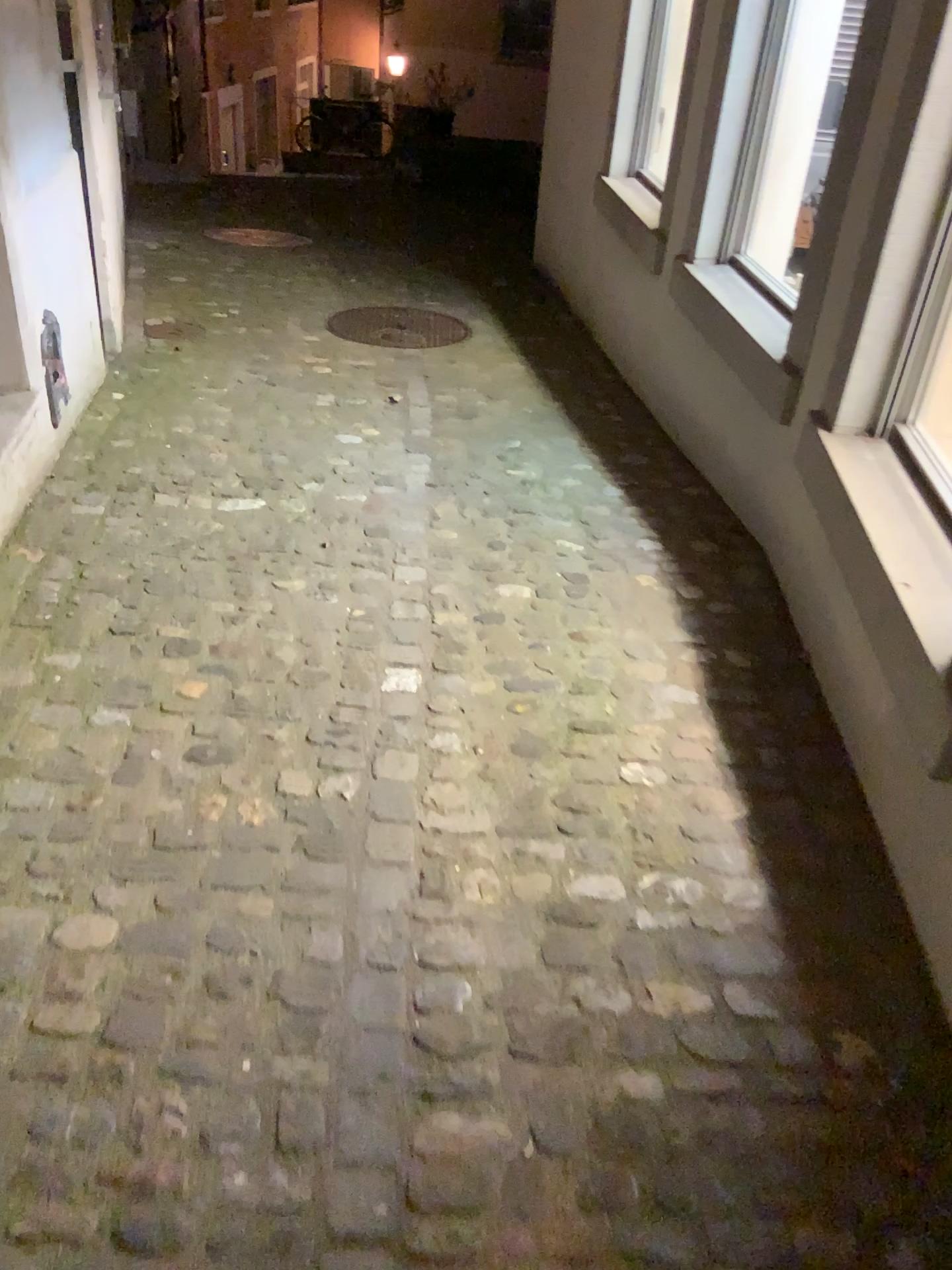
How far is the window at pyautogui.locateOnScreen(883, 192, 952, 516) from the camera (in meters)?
2.08

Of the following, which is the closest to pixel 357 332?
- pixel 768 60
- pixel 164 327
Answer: pixel 164 327

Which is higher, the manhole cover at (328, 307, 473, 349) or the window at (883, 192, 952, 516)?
the window at (883, 192, 952, 516)

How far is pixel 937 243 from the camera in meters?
2.1

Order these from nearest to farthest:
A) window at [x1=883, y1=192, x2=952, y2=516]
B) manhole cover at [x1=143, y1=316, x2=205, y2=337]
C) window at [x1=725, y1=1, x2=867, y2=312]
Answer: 1. window at [x1=883, y1=192, x2=952, y2=516]
2. window at [x1=725, y1=1, x2=867, y2=312]
3. manhole cover at [x1=143, y1=316, x2=205, y2=337]

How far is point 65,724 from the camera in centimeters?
206cm

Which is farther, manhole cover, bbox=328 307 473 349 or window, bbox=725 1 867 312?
manhole cover, bbox=328 307 473 349

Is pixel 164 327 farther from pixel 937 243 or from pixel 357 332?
pixel 937 243

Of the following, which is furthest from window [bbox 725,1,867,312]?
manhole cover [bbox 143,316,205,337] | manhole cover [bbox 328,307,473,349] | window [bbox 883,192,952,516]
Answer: manhole cover [bbox 143,316,205,337]

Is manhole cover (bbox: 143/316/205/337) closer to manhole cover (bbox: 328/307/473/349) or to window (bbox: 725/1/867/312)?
manhole cover (bbox: 328/307/473/349)
